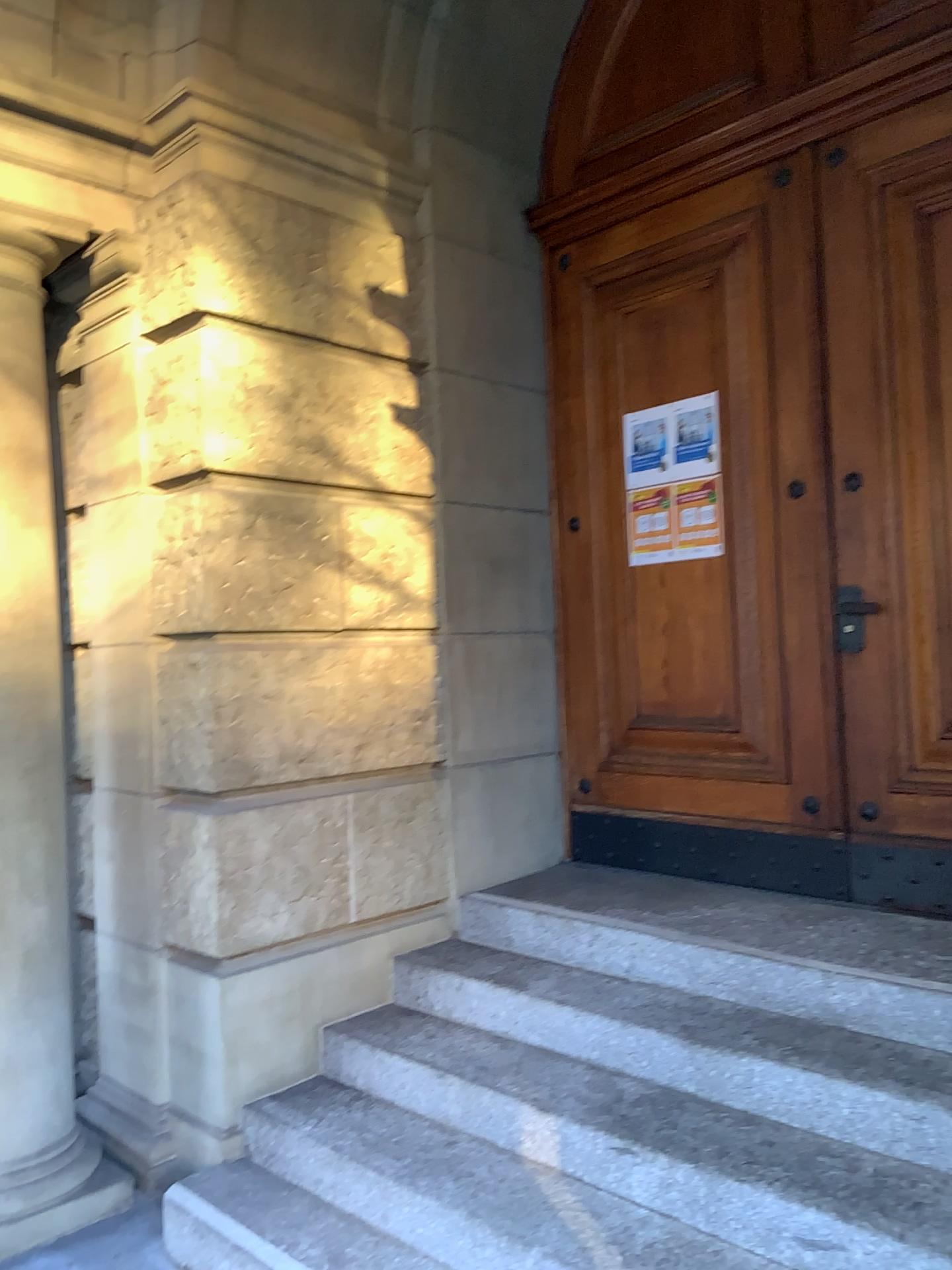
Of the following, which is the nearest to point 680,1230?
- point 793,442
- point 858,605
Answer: point 858,605

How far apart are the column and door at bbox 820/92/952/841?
2.6 meters

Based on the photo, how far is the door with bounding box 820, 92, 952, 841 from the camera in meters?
3.3 m

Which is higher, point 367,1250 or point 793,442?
point 793,442

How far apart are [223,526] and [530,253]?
1.95m

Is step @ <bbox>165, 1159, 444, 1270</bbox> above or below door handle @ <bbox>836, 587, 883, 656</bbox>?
below

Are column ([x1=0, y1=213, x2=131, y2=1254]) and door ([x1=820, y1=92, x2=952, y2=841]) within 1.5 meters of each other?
no

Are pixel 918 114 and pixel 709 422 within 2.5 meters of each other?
yes

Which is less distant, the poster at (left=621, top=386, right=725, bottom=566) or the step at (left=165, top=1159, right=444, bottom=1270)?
the step at (left=165, top=1159, right=444, bottom=1270)

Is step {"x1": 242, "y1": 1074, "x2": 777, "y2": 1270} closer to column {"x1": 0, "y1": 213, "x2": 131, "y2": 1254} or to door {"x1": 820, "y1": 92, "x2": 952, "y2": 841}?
column {"x1": 0, "y1": 213, "x2": 131, "y2": 1254}
